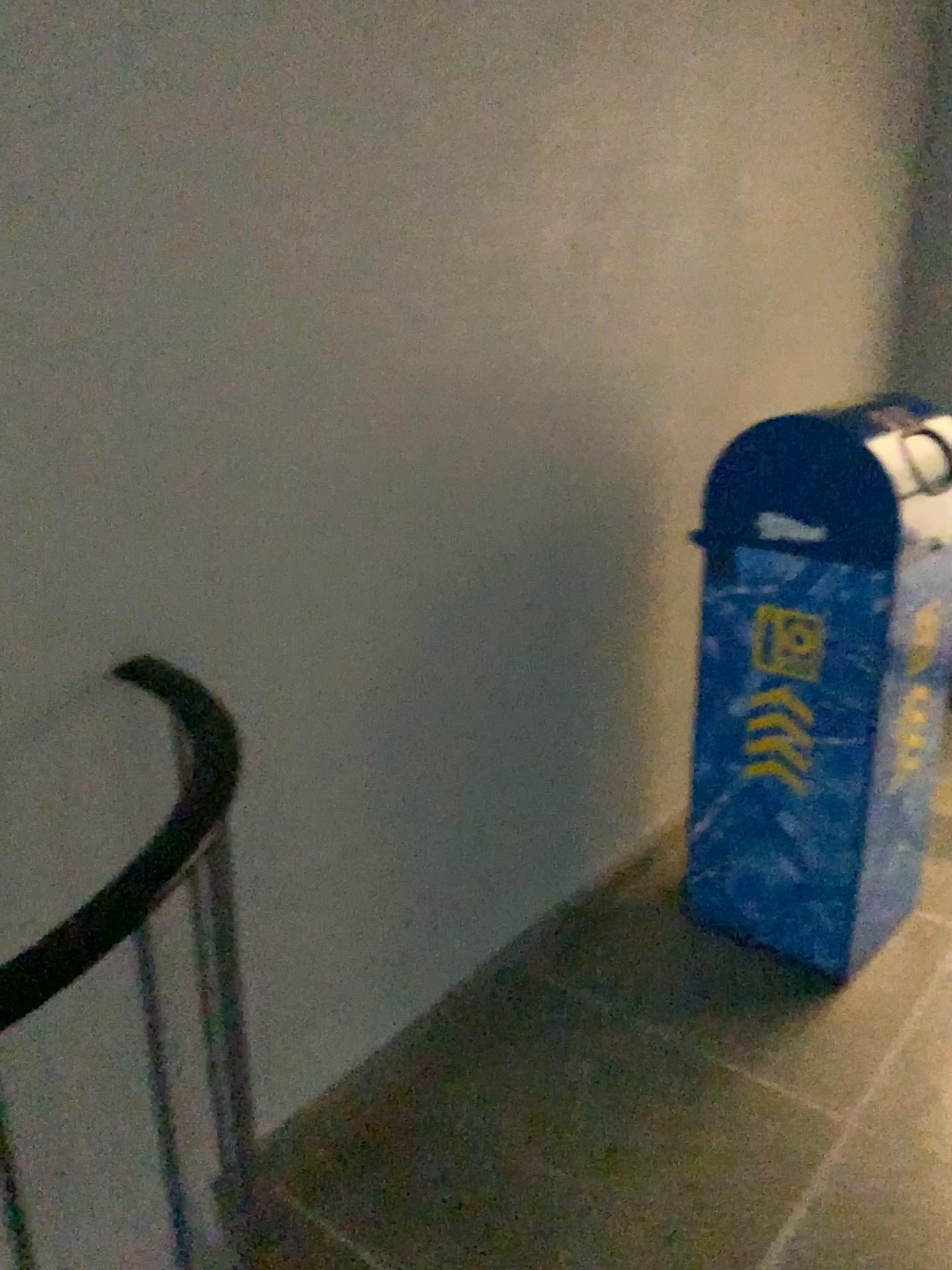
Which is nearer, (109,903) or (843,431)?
(109,903)

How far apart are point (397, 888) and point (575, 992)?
0.51m

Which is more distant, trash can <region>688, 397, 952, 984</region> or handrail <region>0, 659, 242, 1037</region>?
trash can <region>688, 397, 952, 984</region>

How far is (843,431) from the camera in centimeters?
186cm

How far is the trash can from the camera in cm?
186
